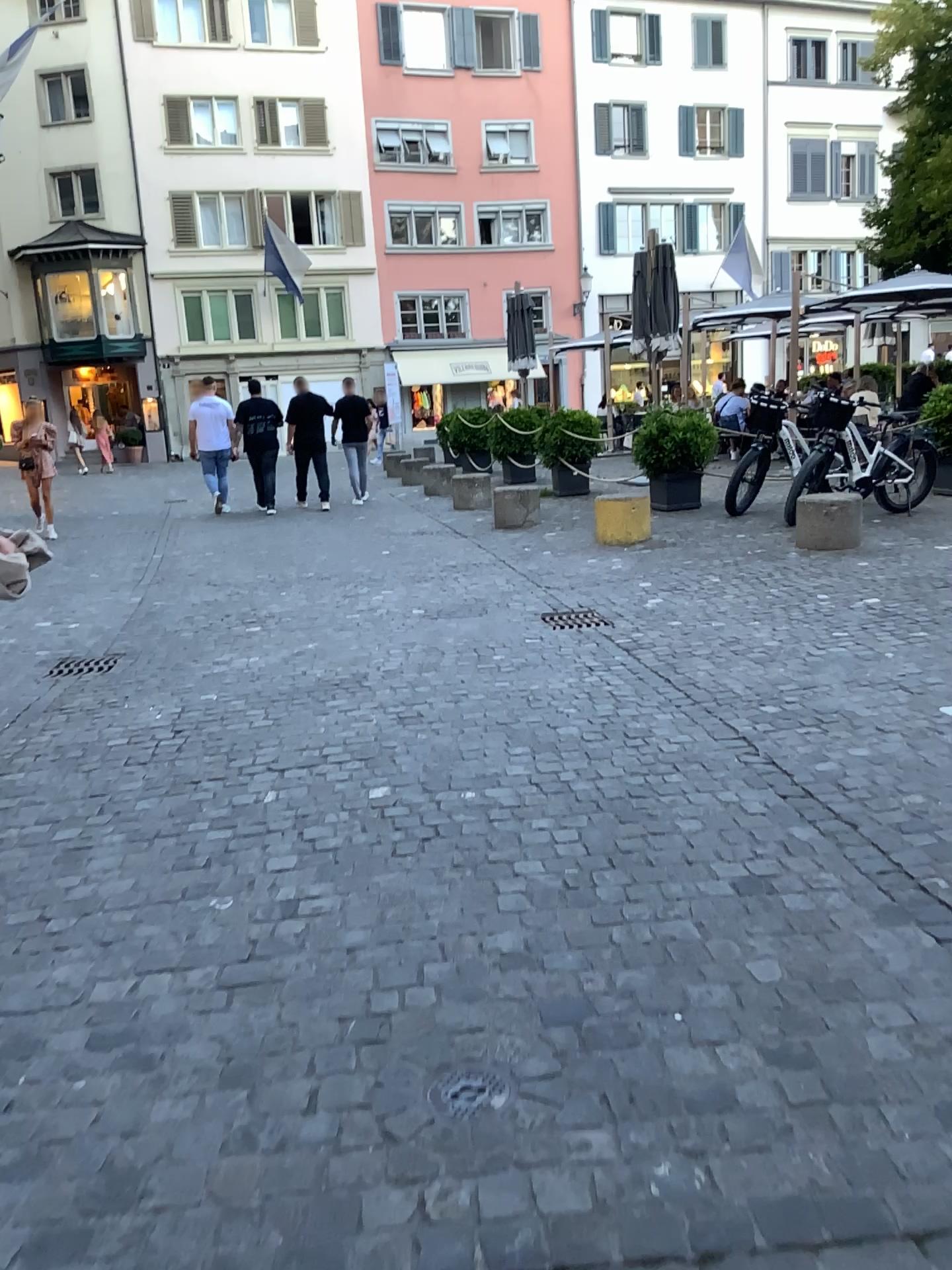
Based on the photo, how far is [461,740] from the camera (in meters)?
4.16

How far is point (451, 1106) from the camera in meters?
1.9 m

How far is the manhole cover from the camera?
1.9 meters
